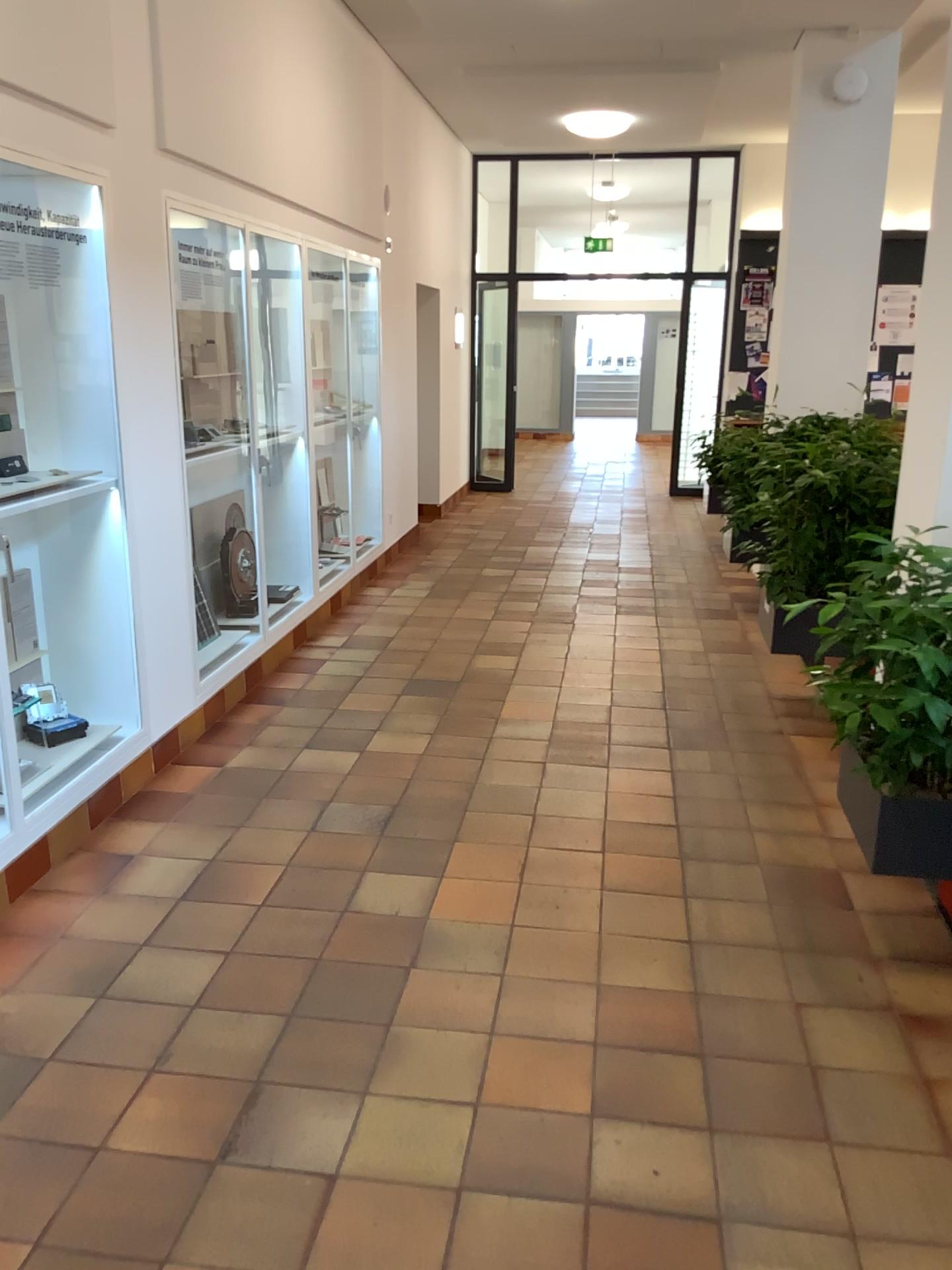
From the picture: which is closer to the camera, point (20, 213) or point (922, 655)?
point (922, 655)

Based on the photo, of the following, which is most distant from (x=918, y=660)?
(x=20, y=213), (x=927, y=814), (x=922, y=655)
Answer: (x=20, y=213)

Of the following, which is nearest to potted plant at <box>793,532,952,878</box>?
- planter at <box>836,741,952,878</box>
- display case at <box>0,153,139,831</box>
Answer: planter at <box>836,741,952,878</box>

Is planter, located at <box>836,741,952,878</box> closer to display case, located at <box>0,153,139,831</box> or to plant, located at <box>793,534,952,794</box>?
plant, located at <box>793,534,952,794</box>

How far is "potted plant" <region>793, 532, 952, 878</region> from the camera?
2.5 meters

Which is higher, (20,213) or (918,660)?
(20,213)

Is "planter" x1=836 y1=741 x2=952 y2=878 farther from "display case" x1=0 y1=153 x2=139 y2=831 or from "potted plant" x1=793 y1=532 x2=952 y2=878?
"display case" x1=0 y1=153 x2=139 y2=831

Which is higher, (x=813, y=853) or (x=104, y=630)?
(x=104, y=630)

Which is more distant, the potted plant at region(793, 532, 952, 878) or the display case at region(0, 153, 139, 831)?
the display case at region(0, 153, 139, 831)
